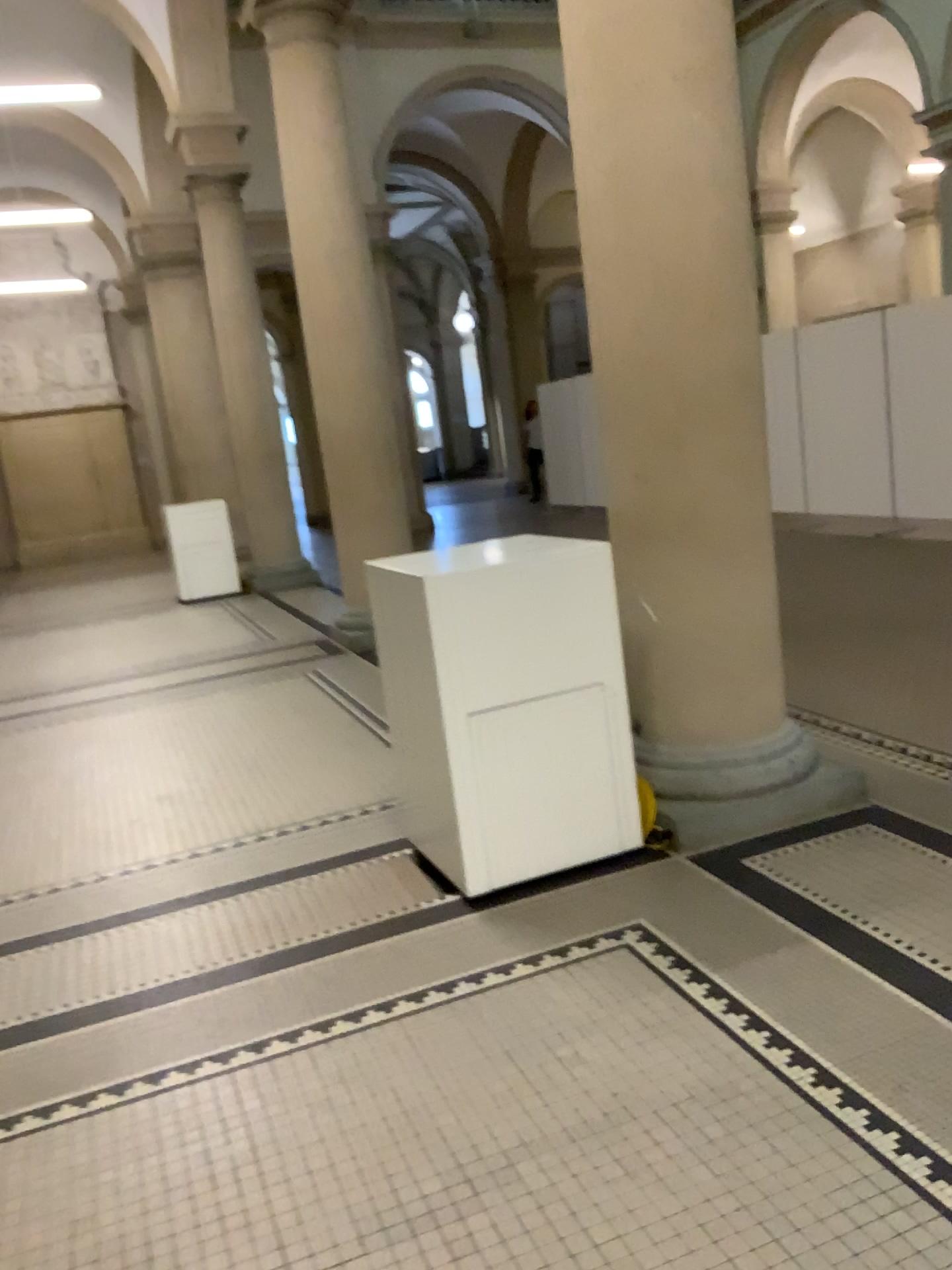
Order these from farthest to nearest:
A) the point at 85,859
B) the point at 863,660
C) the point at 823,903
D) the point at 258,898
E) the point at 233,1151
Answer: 1. the point at 863,660
2. the point at 85,859
3. the point at 258,898
4. the point at 823,903
5. the point at 233,1151
